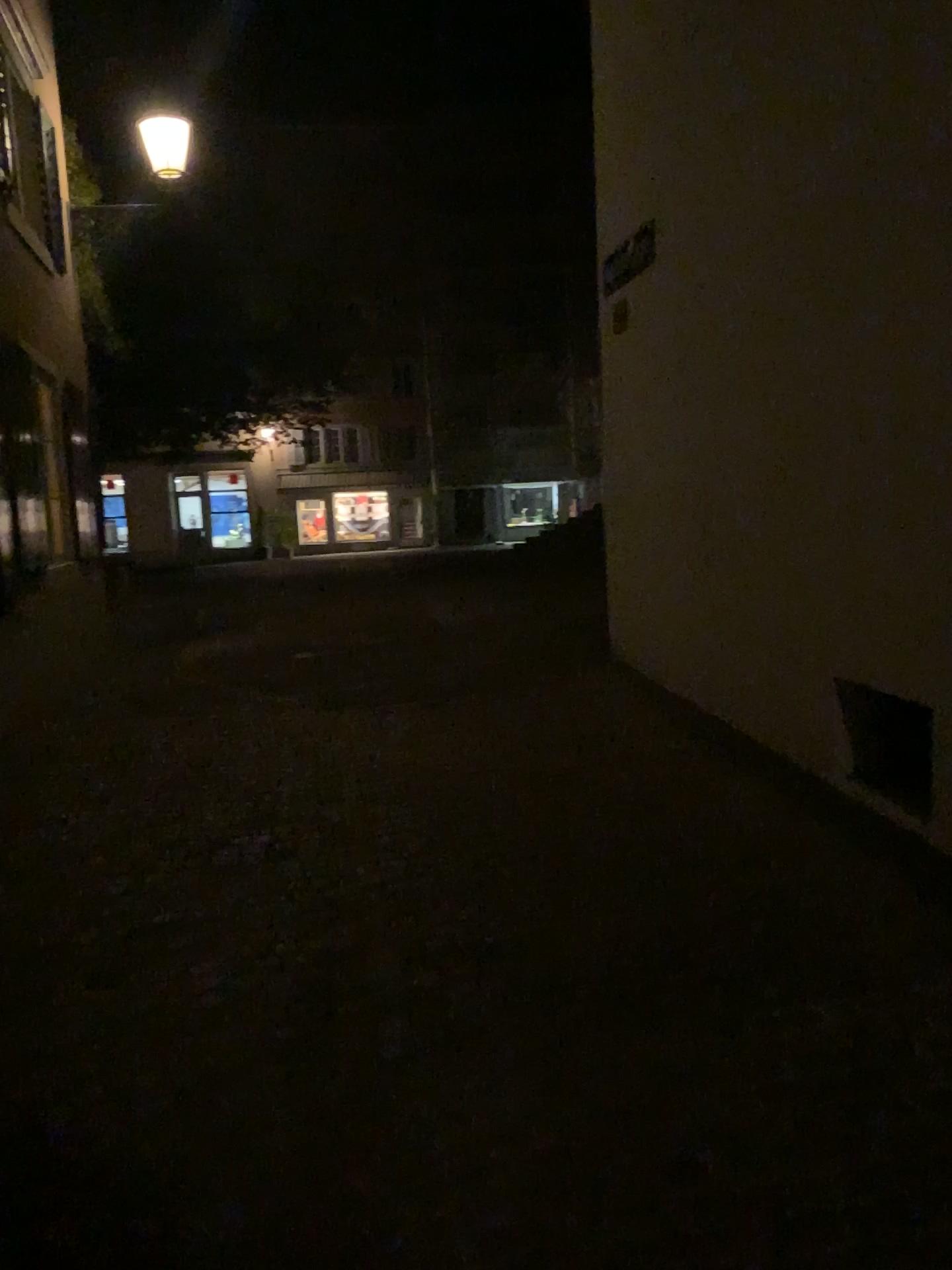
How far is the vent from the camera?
3.63m

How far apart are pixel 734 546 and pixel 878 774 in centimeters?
132cm

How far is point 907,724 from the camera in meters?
3.6
